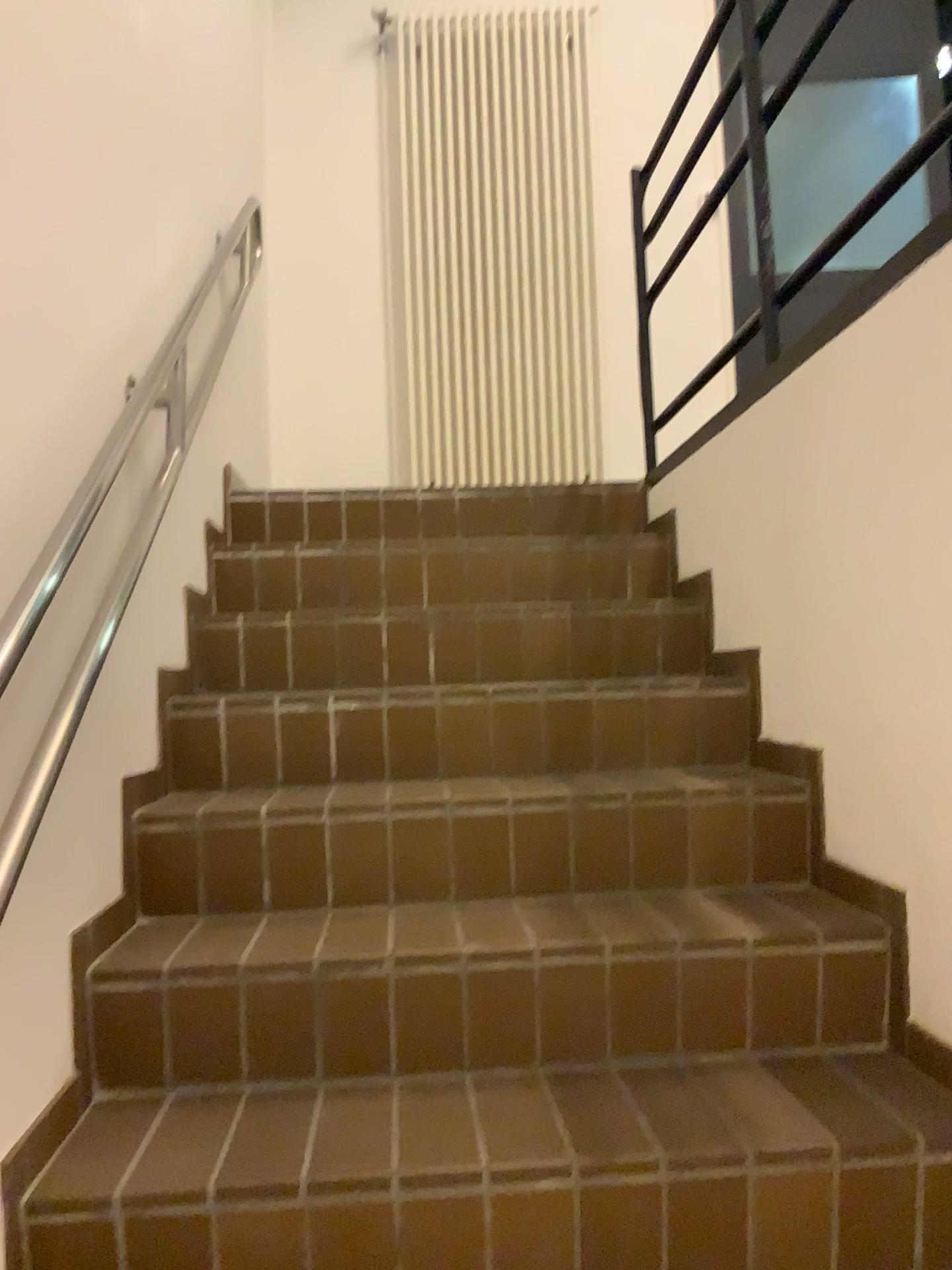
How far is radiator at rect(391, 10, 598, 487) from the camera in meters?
4.1 m

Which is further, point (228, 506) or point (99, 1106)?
point (228, 506)

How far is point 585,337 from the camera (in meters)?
4.11
